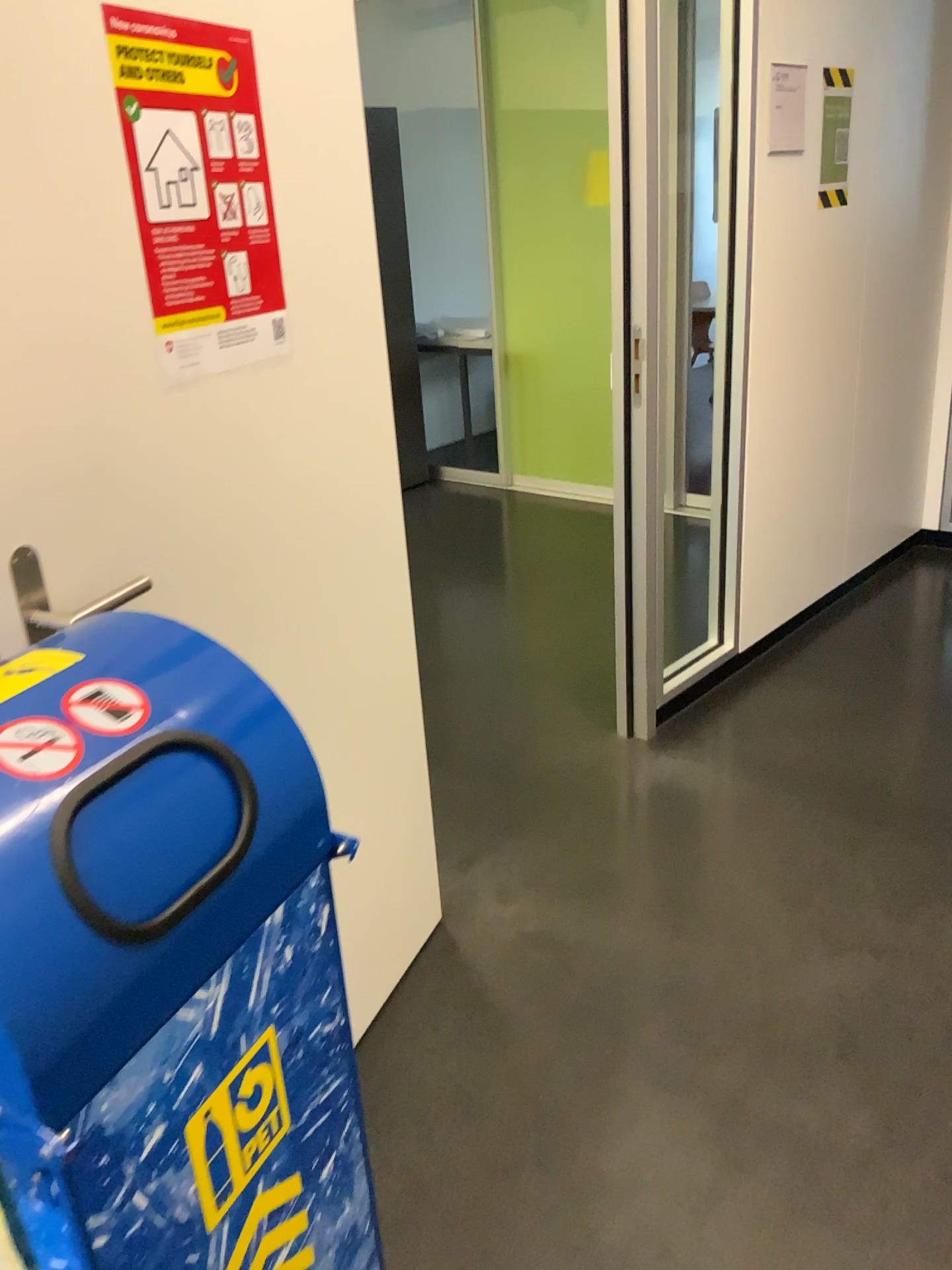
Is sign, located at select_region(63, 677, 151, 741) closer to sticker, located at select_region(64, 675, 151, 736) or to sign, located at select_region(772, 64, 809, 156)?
sticker, located at select_region(64, 675, 151, 736)

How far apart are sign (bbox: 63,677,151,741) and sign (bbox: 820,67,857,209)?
2.9m

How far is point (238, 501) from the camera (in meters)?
1.48

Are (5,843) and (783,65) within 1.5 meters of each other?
no

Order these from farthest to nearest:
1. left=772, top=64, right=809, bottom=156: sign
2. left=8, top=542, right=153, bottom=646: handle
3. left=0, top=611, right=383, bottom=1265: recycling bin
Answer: left=772, top=64, right=809, bottom=156: sign → left=8, top=542, right=153, bottom=646: handle → left=0, top=611, right=383, bottom=1265: recycling bin

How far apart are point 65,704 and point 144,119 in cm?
76

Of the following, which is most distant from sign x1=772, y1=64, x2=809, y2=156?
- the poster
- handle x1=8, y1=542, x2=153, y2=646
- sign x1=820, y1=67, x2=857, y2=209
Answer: handle x1=8, y1=542, x2=153, y2=646

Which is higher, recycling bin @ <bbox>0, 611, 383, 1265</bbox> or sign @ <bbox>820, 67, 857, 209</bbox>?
sign @ <bbox>820, 67, 857, 209</bbox>

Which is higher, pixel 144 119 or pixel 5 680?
pixel 144 119

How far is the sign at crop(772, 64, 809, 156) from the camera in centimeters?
290cm
